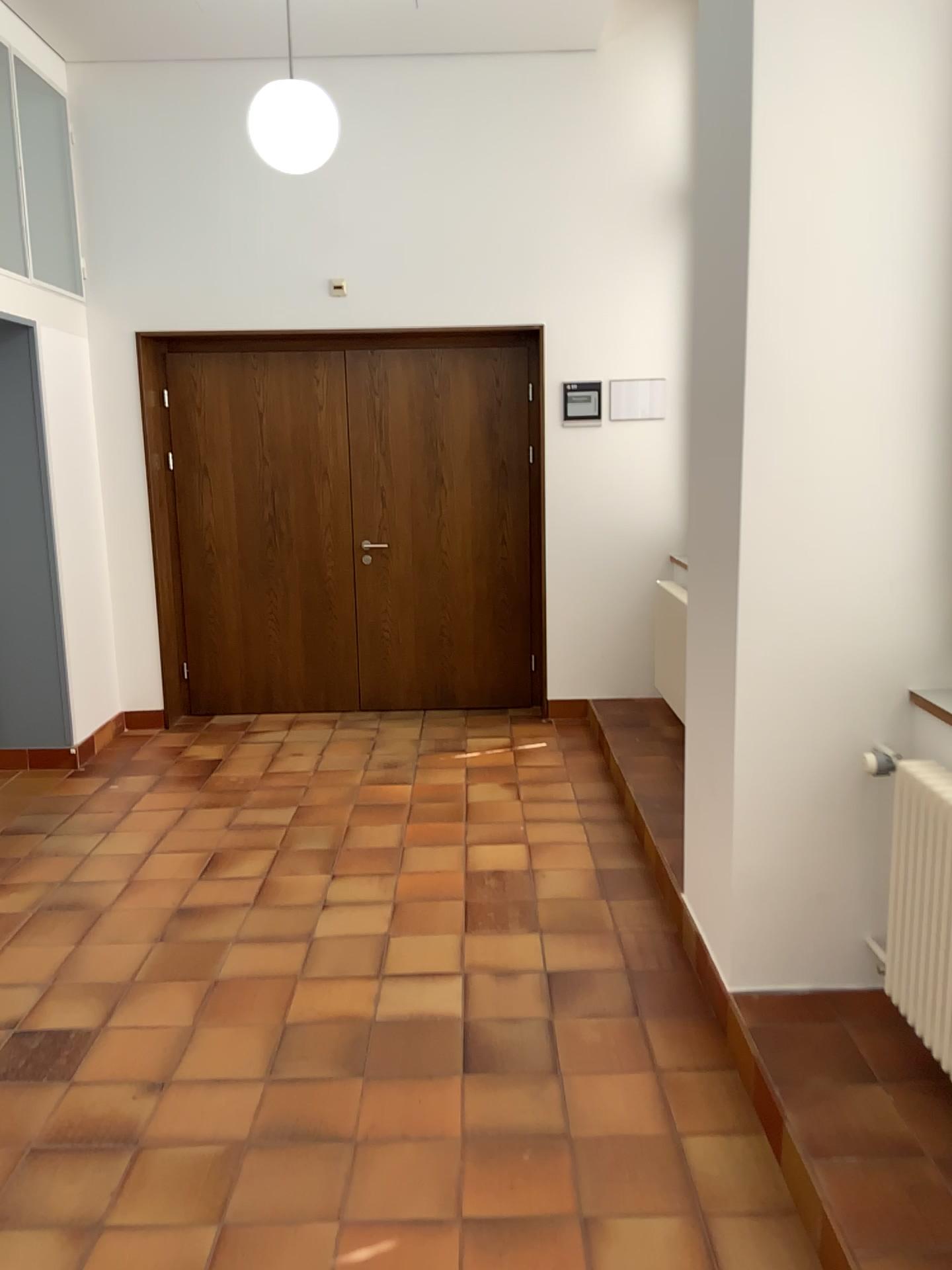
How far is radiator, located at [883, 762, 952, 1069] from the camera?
2.33m

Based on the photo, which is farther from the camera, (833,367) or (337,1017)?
(337,1017)

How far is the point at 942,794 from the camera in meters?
2.3
